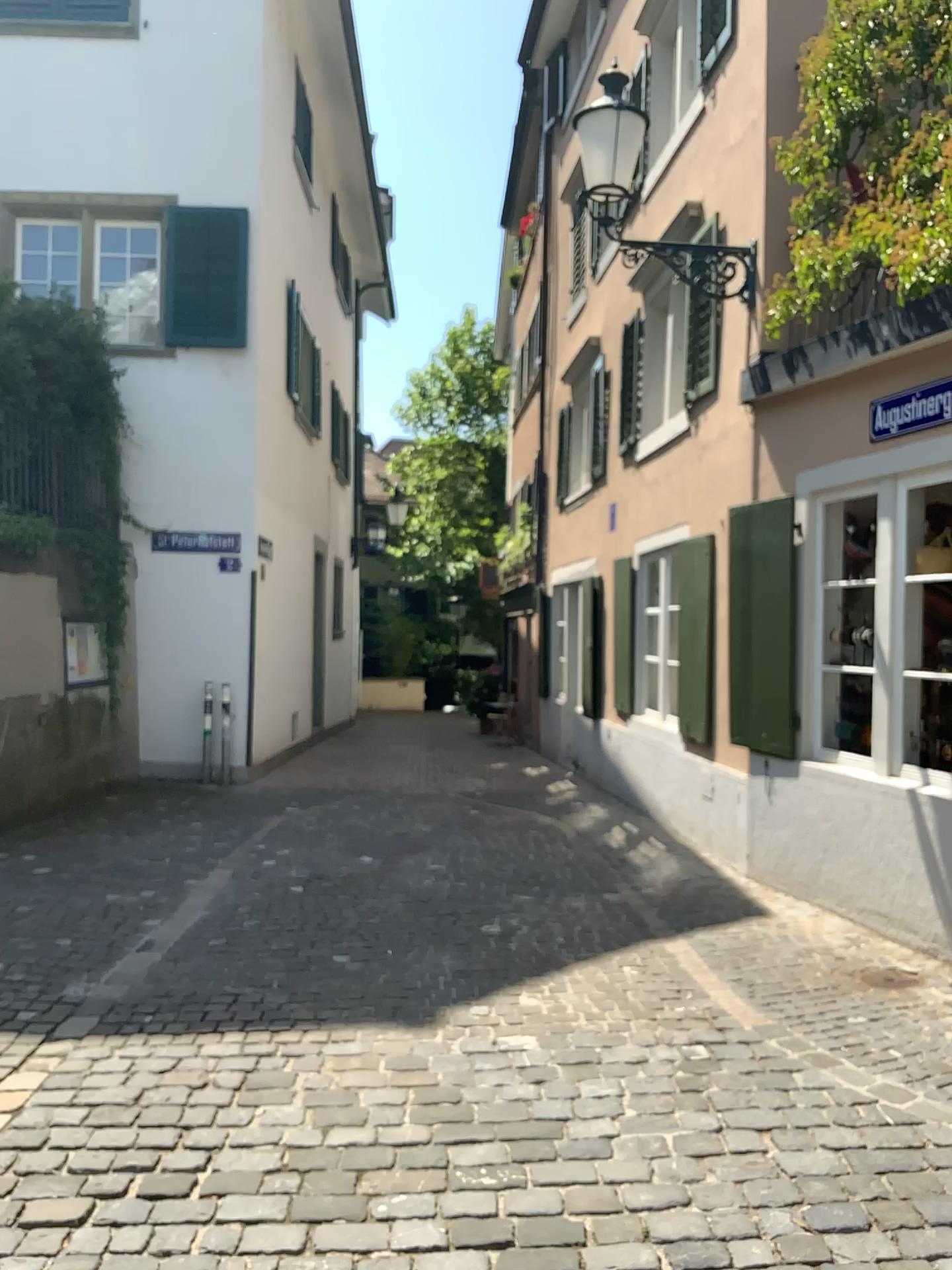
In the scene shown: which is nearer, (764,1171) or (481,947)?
(764,1171)
